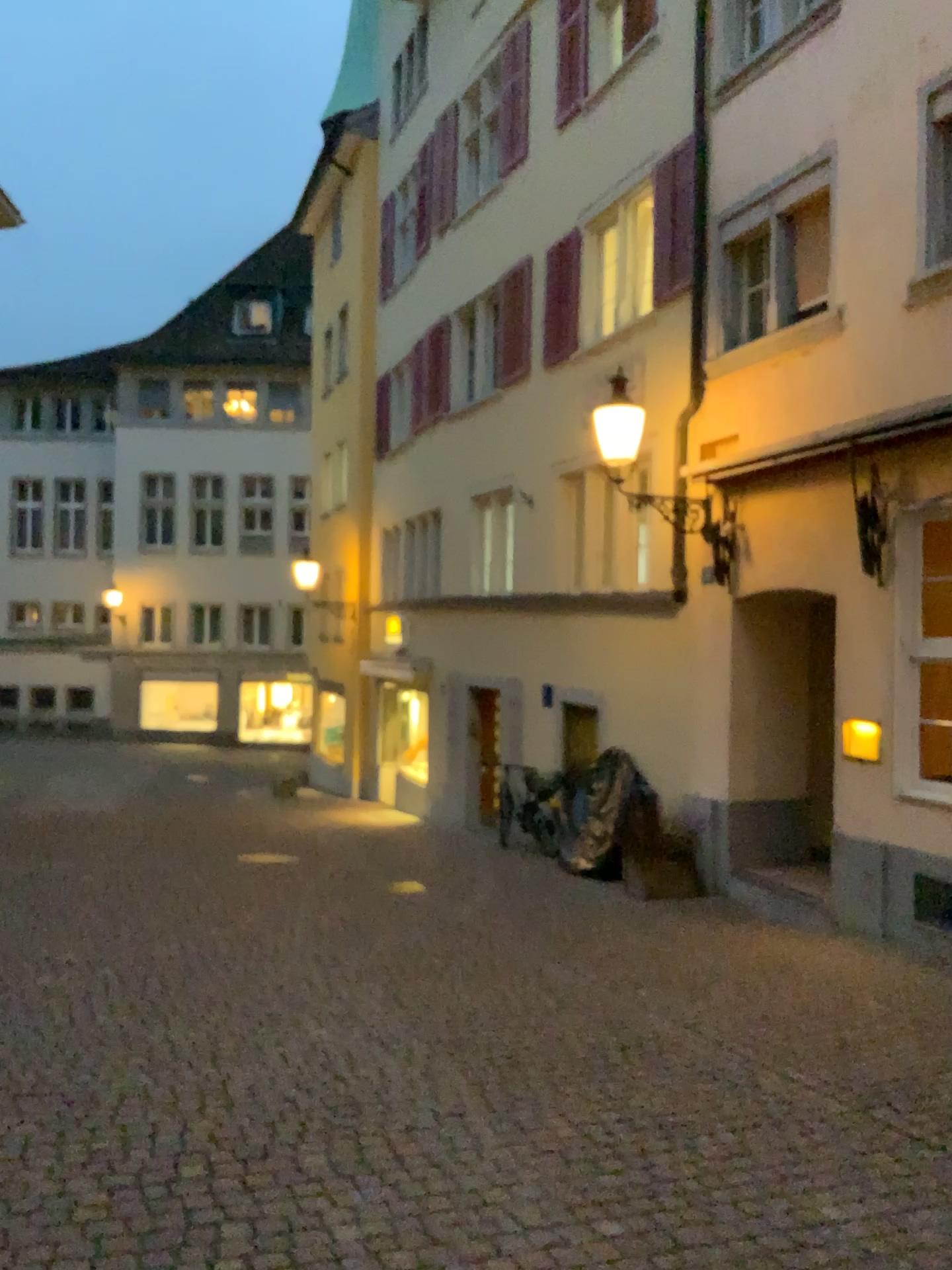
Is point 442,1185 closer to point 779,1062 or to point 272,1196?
point 272,1196
